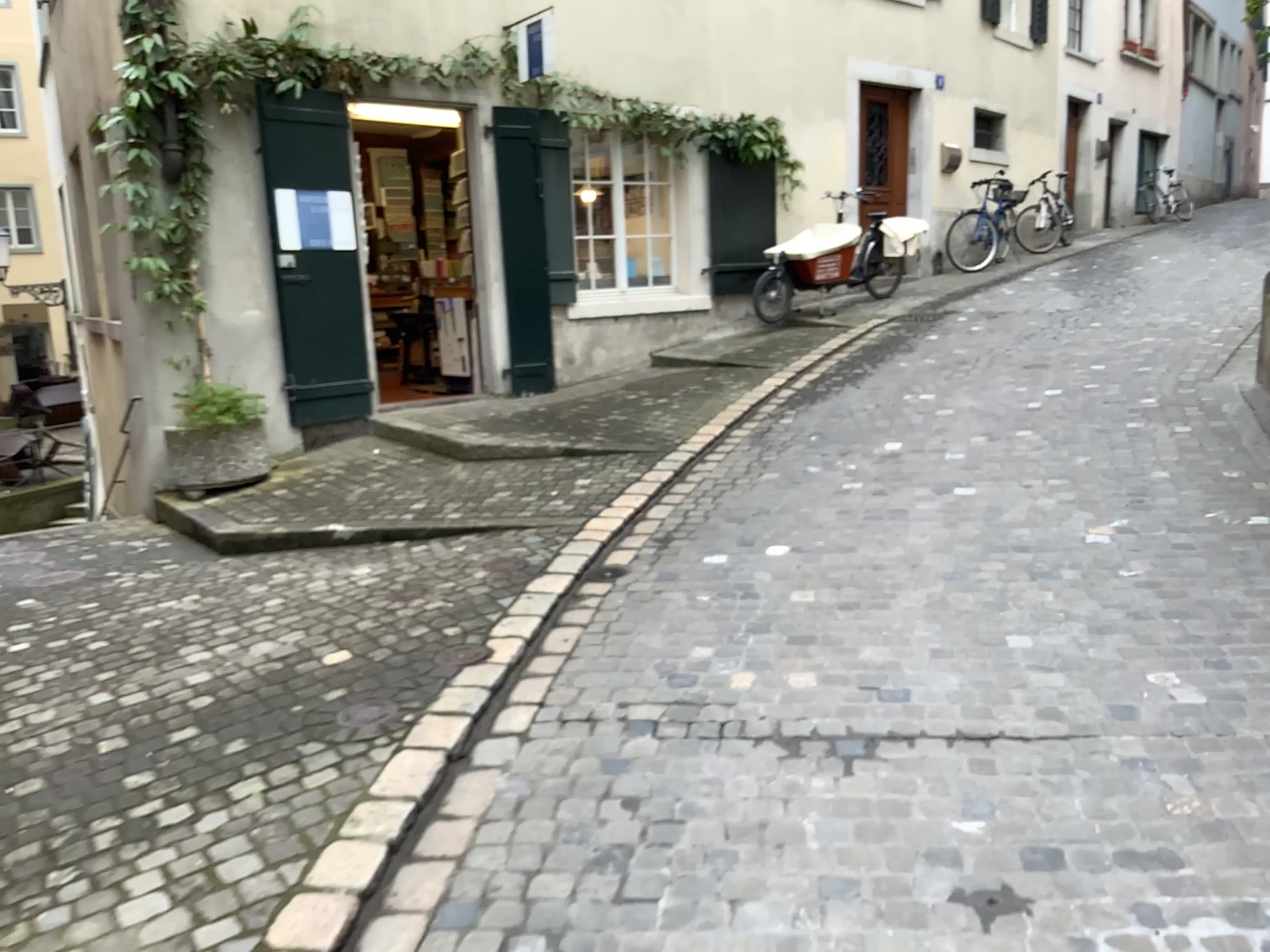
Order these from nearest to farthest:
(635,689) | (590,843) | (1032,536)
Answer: A: (590,843)
(635,689)
(1032,536)
